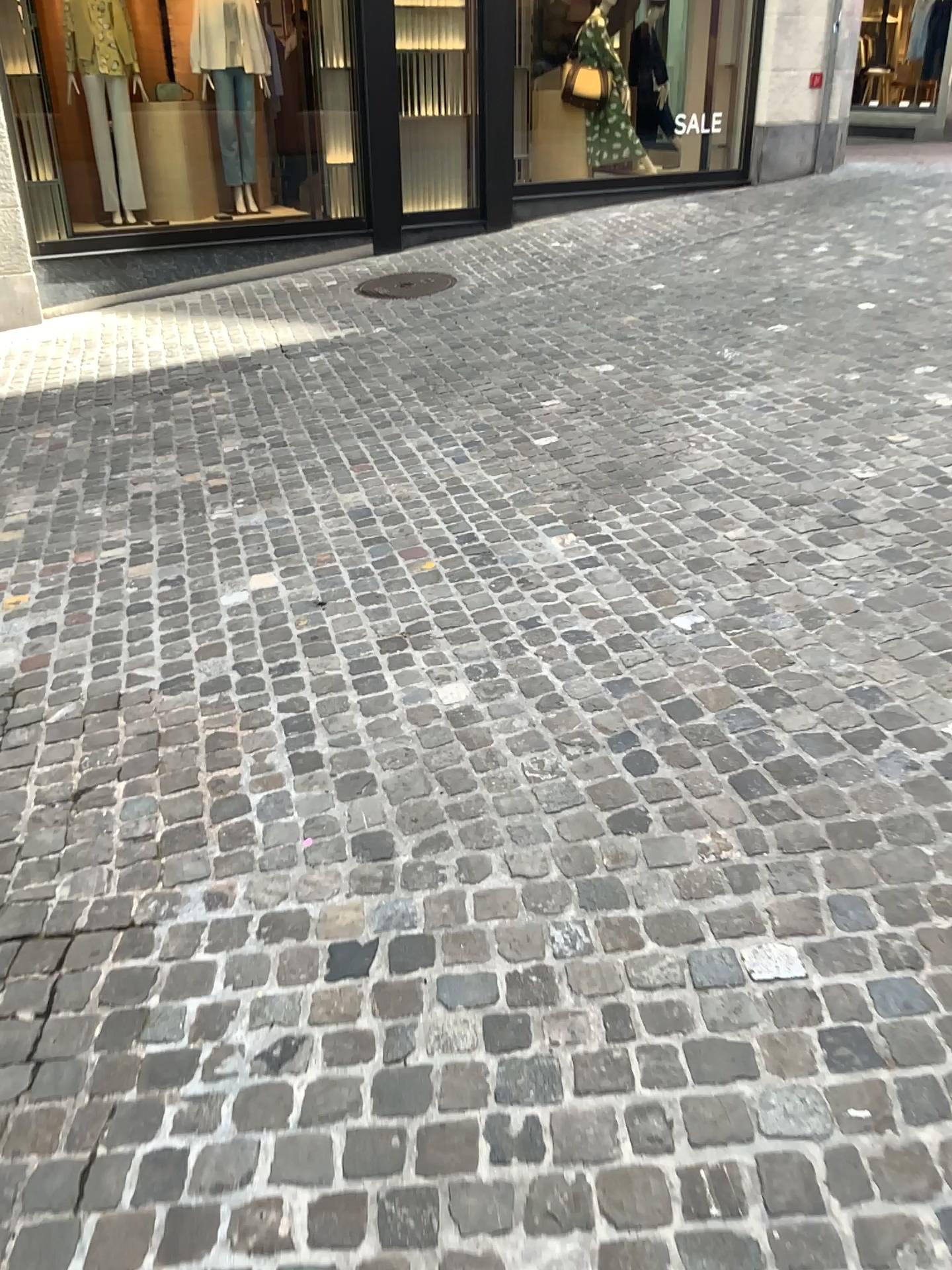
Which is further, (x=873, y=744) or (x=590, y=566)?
(x=590, y=566)
